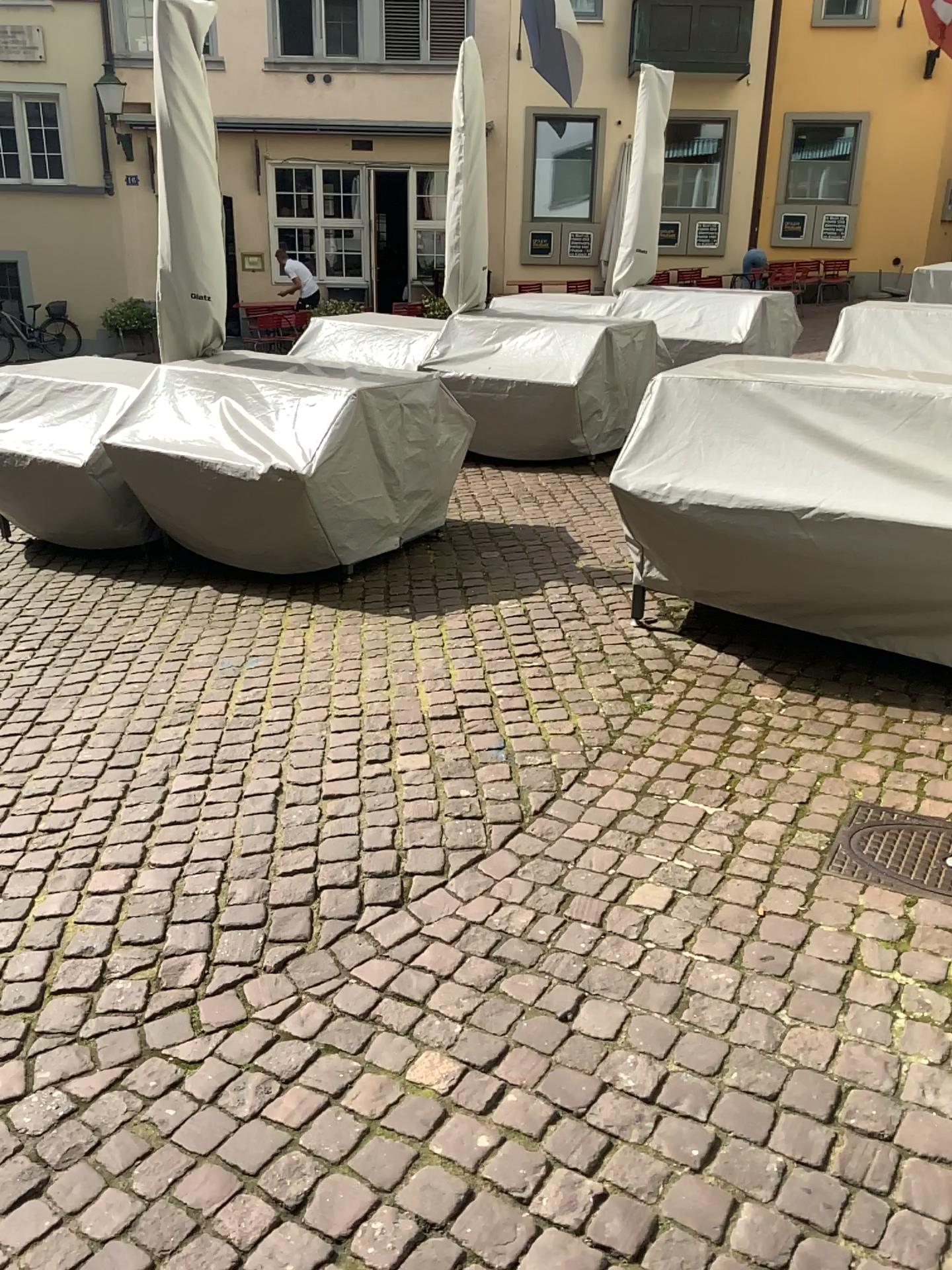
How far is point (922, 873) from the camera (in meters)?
2.44

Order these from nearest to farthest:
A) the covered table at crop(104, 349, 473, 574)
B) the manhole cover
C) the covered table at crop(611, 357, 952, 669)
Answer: the manhole cover < the covered table at crop(611, 357, 952, 669) < the covered table at crop(104, 349, 473, 574)

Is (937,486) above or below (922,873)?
above

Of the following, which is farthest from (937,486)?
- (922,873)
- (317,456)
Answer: (317,456)

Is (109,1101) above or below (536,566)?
below

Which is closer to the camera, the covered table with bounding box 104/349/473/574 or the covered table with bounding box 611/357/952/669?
the covered table with bounding box 611/357/952/669

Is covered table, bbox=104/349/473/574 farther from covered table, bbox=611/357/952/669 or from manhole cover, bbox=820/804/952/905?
manhole cover, bbox=820/804/952/905

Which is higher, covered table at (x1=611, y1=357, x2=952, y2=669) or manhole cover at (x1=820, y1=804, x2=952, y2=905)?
covered table at (x1=611, y1=357, x2=952, y2=669)

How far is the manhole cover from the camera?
2.4m

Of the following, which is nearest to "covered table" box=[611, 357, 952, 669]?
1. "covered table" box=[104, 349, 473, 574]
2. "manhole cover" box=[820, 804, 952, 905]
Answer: "manhole cover" box=[820, 804, 952, 905]
